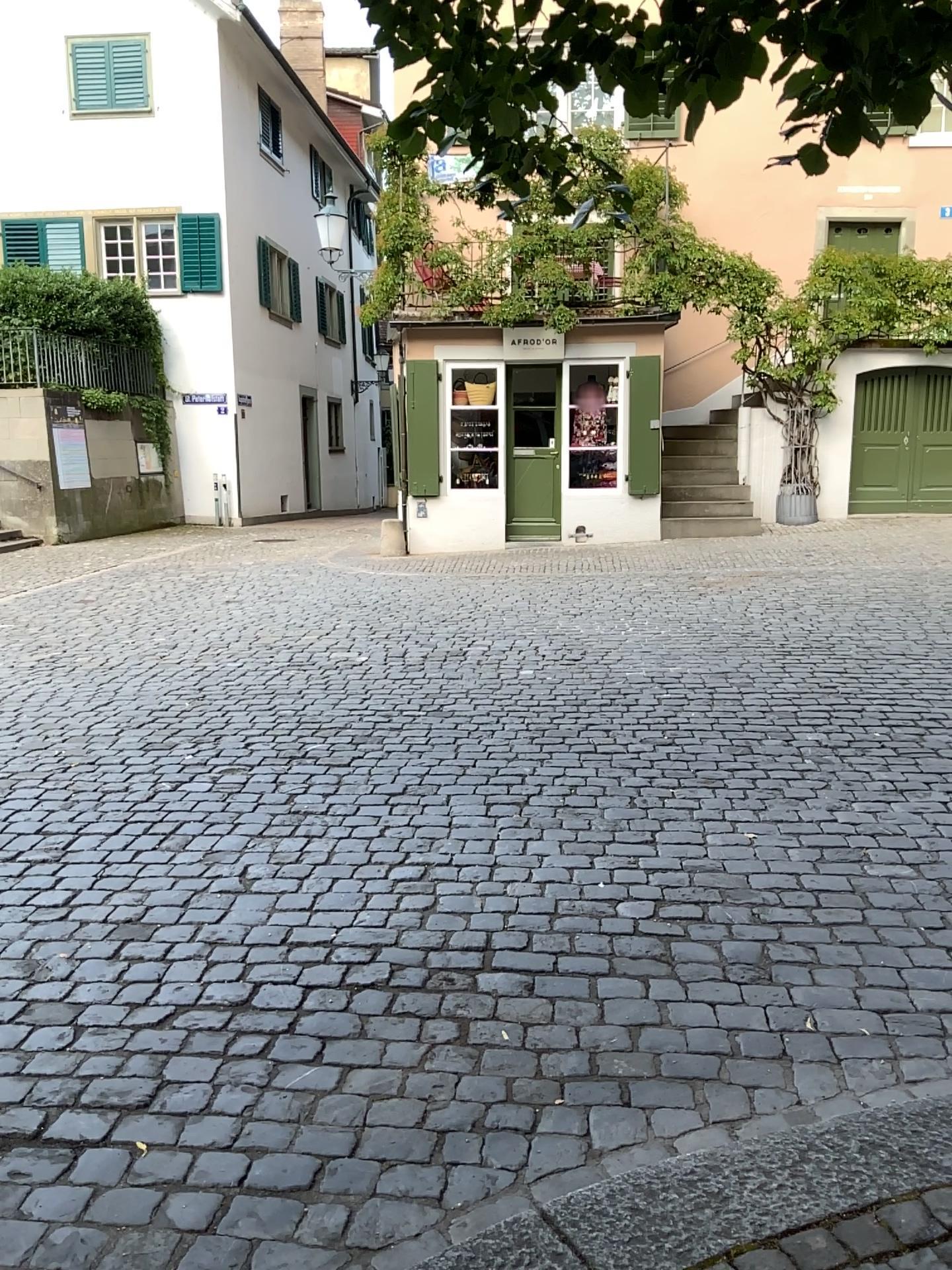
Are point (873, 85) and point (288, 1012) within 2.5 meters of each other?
no
